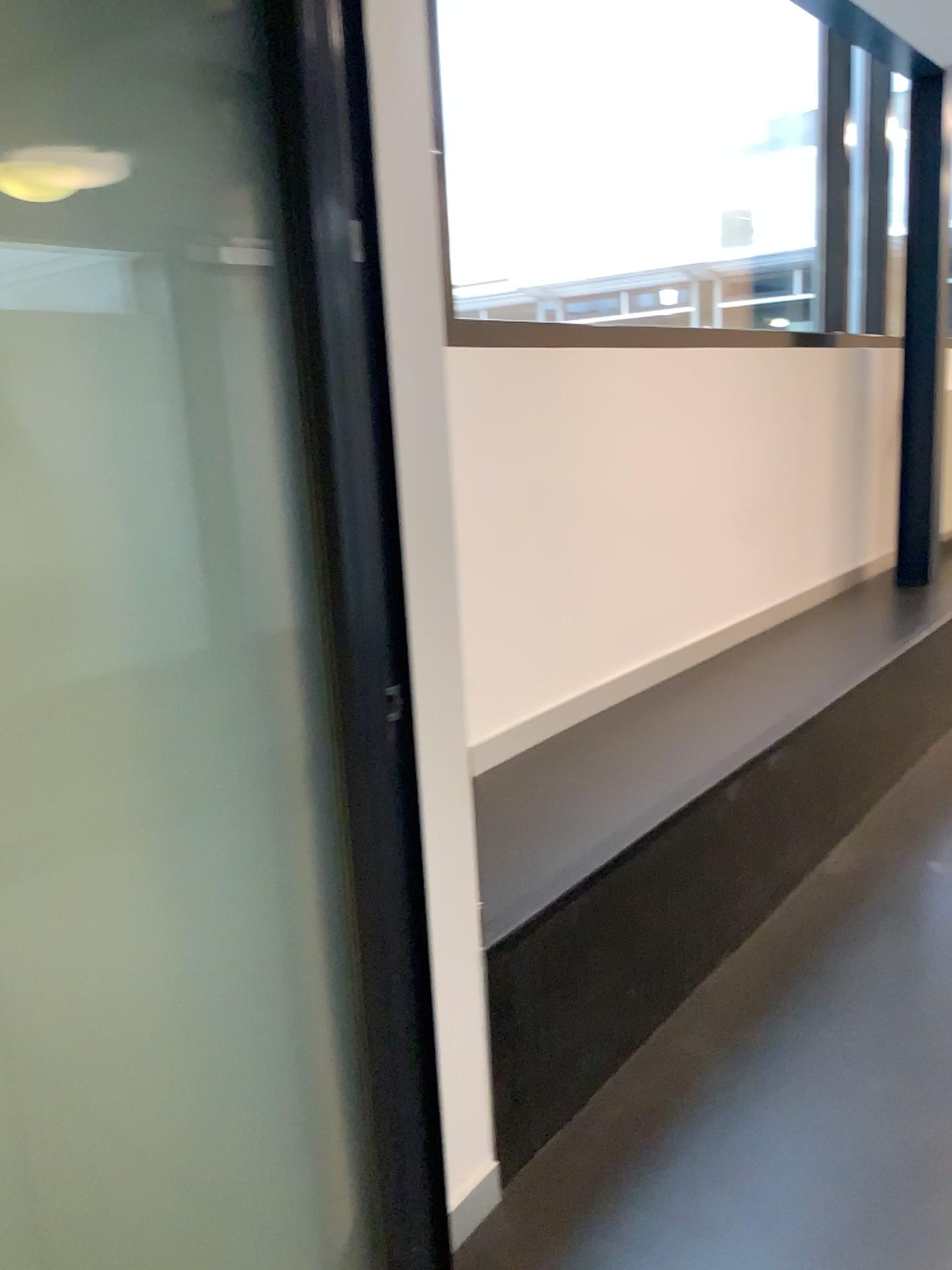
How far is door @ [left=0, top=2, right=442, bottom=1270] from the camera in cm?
113

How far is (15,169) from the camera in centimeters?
108cm

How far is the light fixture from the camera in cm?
108

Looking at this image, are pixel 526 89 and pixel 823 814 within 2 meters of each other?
no

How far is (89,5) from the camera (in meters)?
1.13
